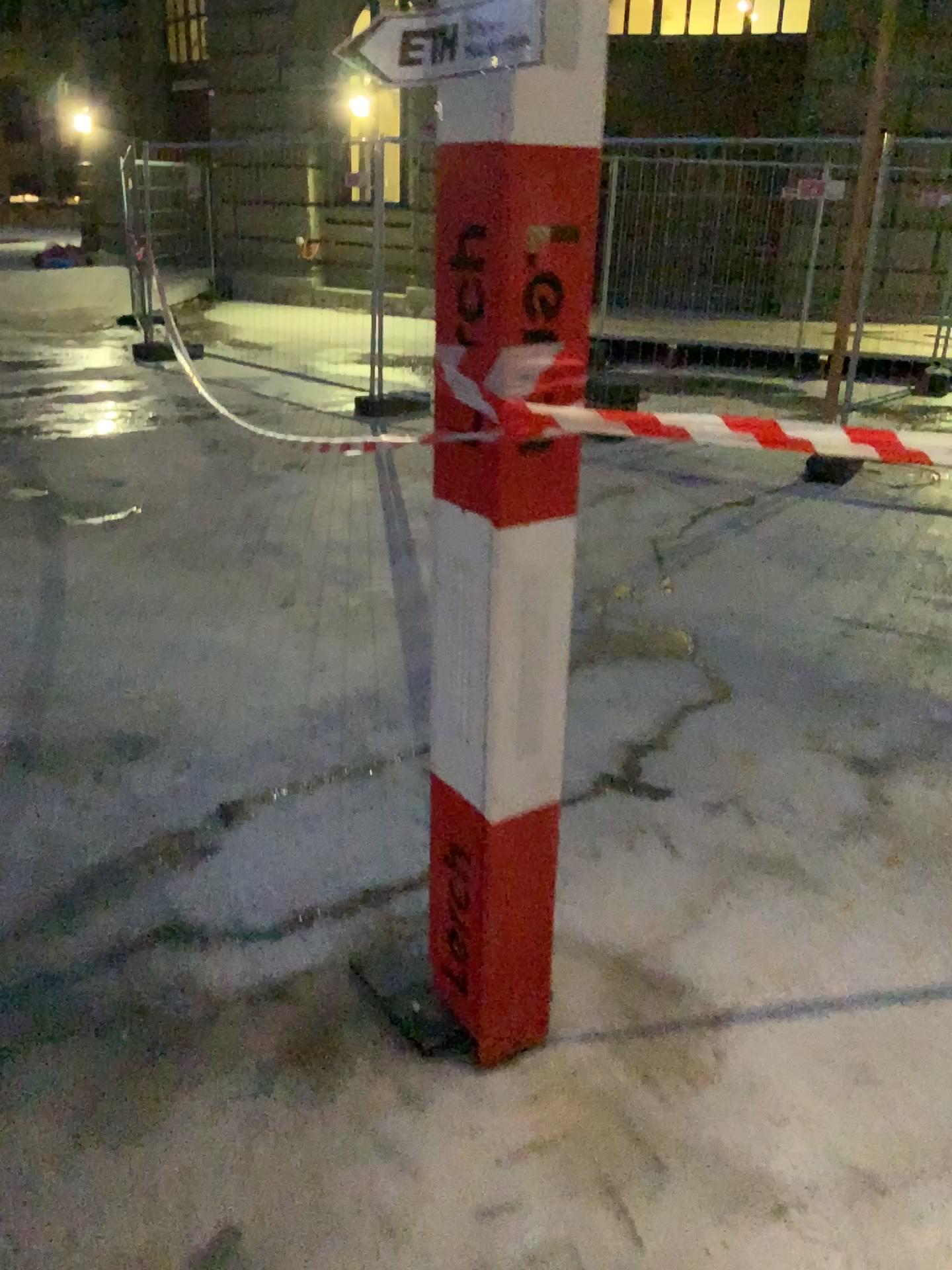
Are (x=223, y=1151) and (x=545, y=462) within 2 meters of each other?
yes
